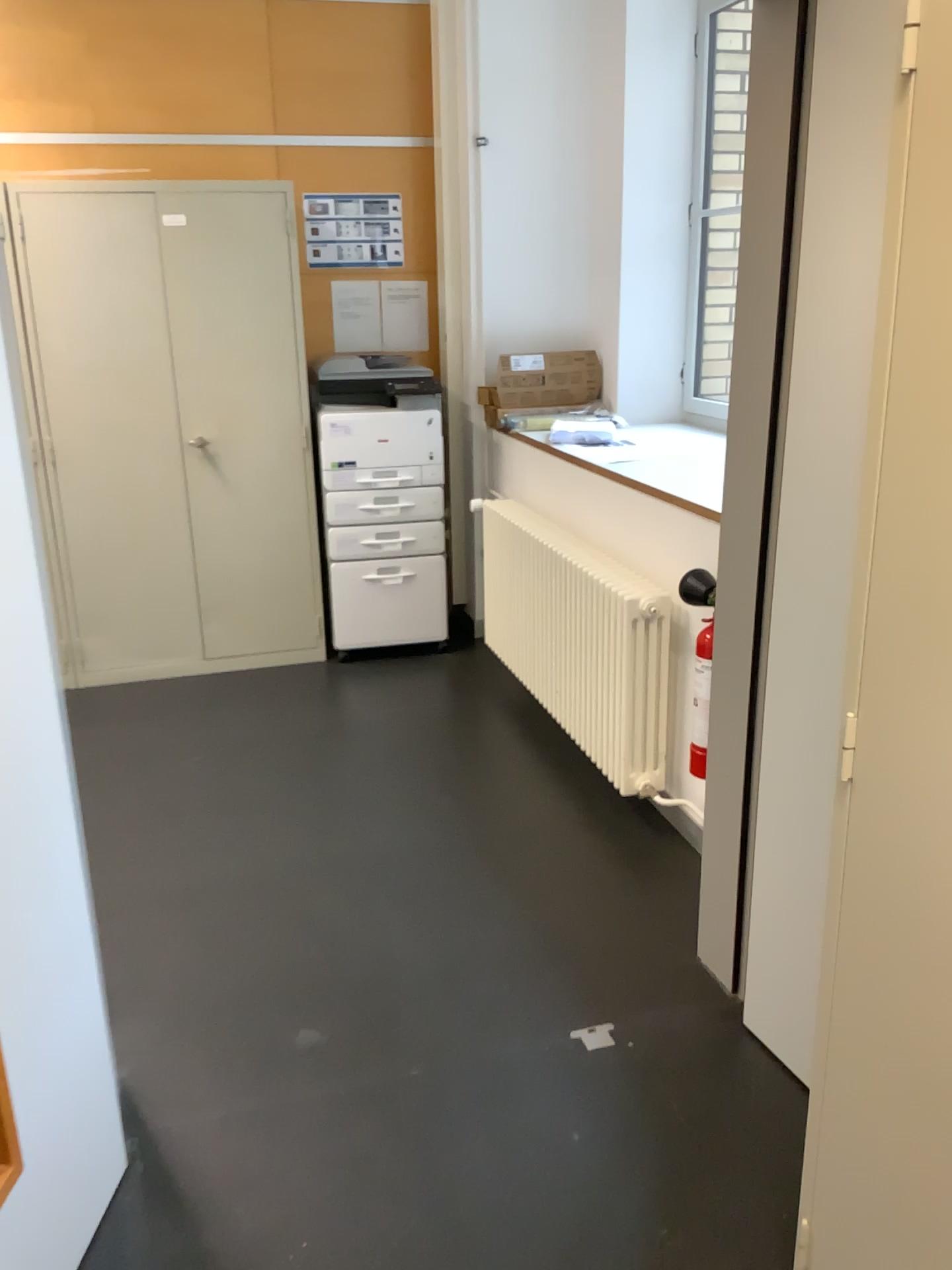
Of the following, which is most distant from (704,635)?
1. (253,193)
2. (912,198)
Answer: (253,193)

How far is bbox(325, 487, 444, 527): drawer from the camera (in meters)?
4.30

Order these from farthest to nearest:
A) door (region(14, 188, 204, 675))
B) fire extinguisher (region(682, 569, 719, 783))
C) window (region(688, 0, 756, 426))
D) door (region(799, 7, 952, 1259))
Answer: window (region(688, 0, 756, 426)) → door (region(14, 188, 204, 675)) → fire extinguisher (region(682, 569, 719, 783)) → door (region(799, 7, 952, 1259))

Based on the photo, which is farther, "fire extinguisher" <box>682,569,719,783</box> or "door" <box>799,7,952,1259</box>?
"fire extinguisher" <box>682,569,719,783</box>

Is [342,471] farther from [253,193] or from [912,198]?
[912,198]

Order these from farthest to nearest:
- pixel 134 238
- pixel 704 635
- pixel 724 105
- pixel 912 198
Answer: pixel 724 105
pixel 134 238
pixel 704 635
pixel 912 198

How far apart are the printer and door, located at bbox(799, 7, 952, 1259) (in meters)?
3.22

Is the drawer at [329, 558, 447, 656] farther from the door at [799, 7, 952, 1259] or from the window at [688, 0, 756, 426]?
the door at [799, 7, 952, 1259]

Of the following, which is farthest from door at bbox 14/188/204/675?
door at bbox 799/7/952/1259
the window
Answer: door at bbox 799/7/952/1259

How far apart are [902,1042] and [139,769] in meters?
2.8
